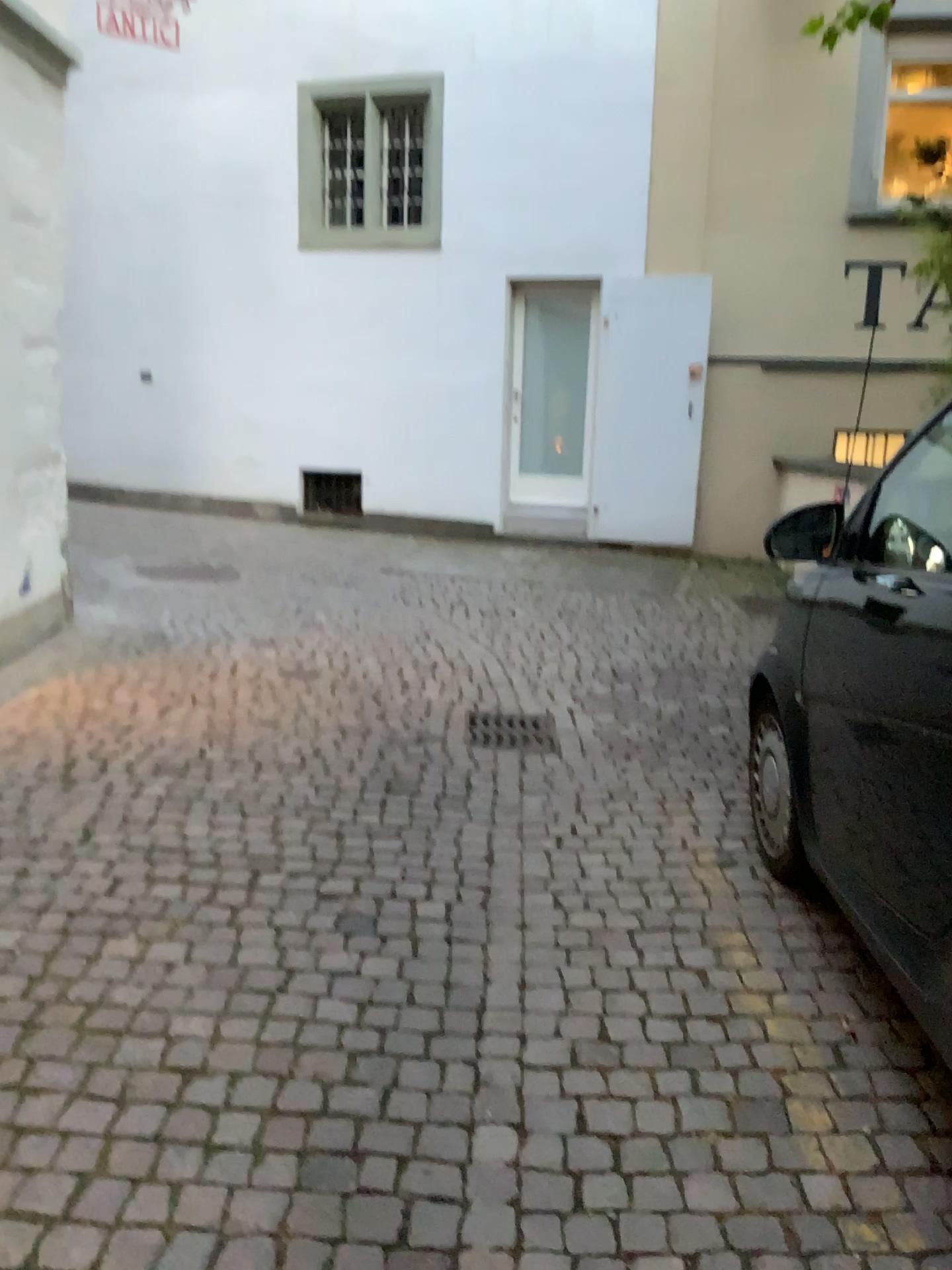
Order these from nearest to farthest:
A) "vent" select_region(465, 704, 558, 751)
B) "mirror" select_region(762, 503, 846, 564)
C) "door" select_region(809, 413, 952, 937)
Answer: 1. "door" select_region(809, 413, 952, 937)
2. "mirror" select_region(762, 503, 846, 564)
3. "vent" select_region(465, 704, 558, 751)

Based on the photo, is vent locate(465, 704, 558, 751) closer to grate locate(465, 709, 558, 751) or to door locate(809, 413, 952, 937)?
grate locate(465, 709, 558, 751)

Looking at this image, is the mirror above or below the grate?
above

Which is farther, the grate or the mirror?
the grate

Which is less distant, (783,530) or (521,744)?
(783,530)

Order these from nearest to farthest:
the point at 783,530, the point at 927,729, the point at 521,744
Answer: the point at 927,729 → the point at 783,530 → the point at 521,744

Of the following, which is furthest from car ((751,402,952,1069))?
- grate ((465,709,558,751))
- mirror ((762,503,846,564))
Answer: grate ((465,709,558,751))

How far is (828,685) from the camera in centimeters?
229cm

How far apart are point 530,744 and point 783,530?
1.87m

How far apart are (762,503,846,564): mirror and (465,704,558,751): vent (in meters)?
1.82
